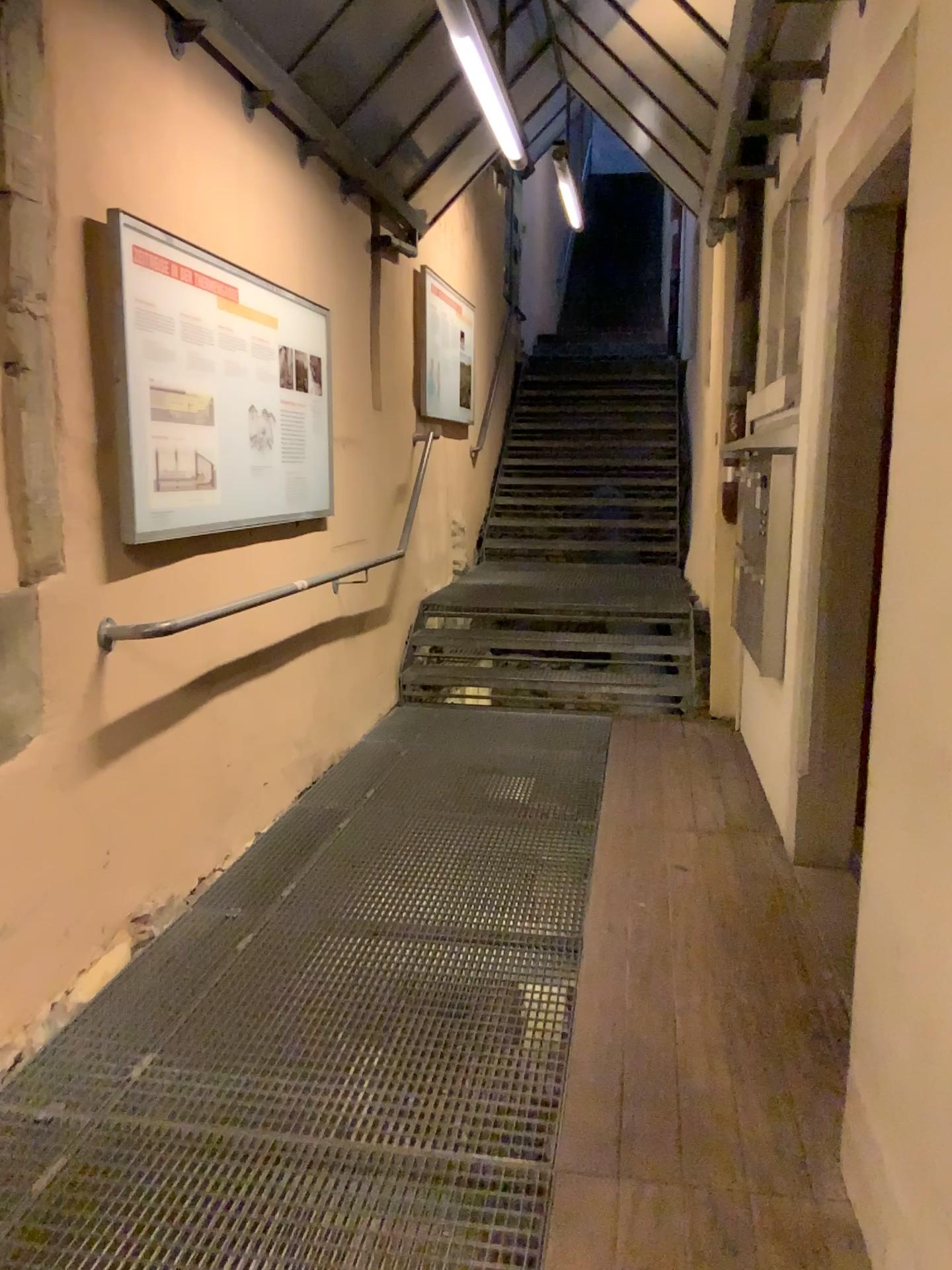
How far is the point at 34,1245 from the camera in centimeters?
179cm

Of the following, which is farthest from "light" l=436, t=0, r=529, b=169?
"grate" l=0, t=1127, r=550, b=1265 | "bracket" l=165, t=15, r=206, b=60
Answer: "grate" l=0, t=1127, r=550, b=1265

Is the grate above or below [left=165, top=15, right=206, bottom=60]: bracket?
below

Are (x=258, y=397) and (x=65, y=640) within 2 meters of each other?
yes

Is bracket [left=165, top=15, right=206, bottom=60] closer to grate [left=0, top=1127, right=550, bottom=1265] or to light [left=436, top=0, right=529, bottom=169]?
light [left=436, top=0, right=529, bottom=169]

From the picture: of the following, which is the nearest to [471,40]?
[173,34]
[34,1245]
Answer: [173,34]

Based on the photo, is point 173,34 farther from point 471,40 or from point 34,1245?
point 34,1245

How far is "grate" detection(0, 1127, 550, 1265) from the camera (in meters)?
1.79

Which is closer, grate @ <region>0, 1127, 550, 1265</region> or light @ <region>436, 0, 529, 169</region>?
grate @ <region>0, 1127, 550, 1265</region>
